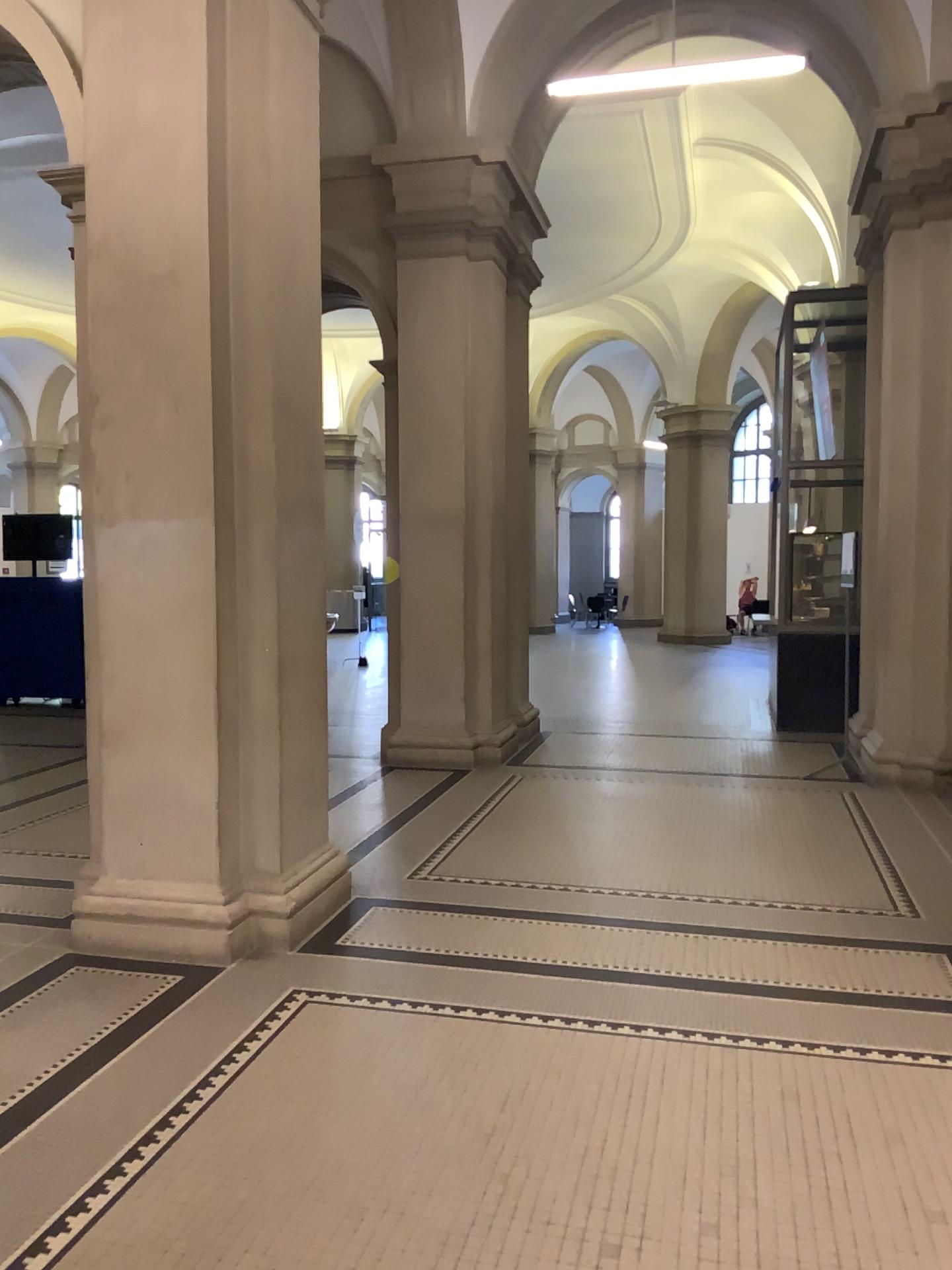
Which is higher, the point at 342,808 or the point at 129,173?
the point at 129,173

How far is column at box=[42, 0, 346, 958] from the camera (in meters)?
4.15

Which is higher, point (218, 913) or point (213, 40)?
point (213, 40)

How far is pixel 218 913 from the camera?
4.2m

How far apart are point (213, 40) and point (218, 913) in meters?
3.5 m

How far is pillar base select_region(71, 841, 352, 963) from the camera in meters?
4.2
